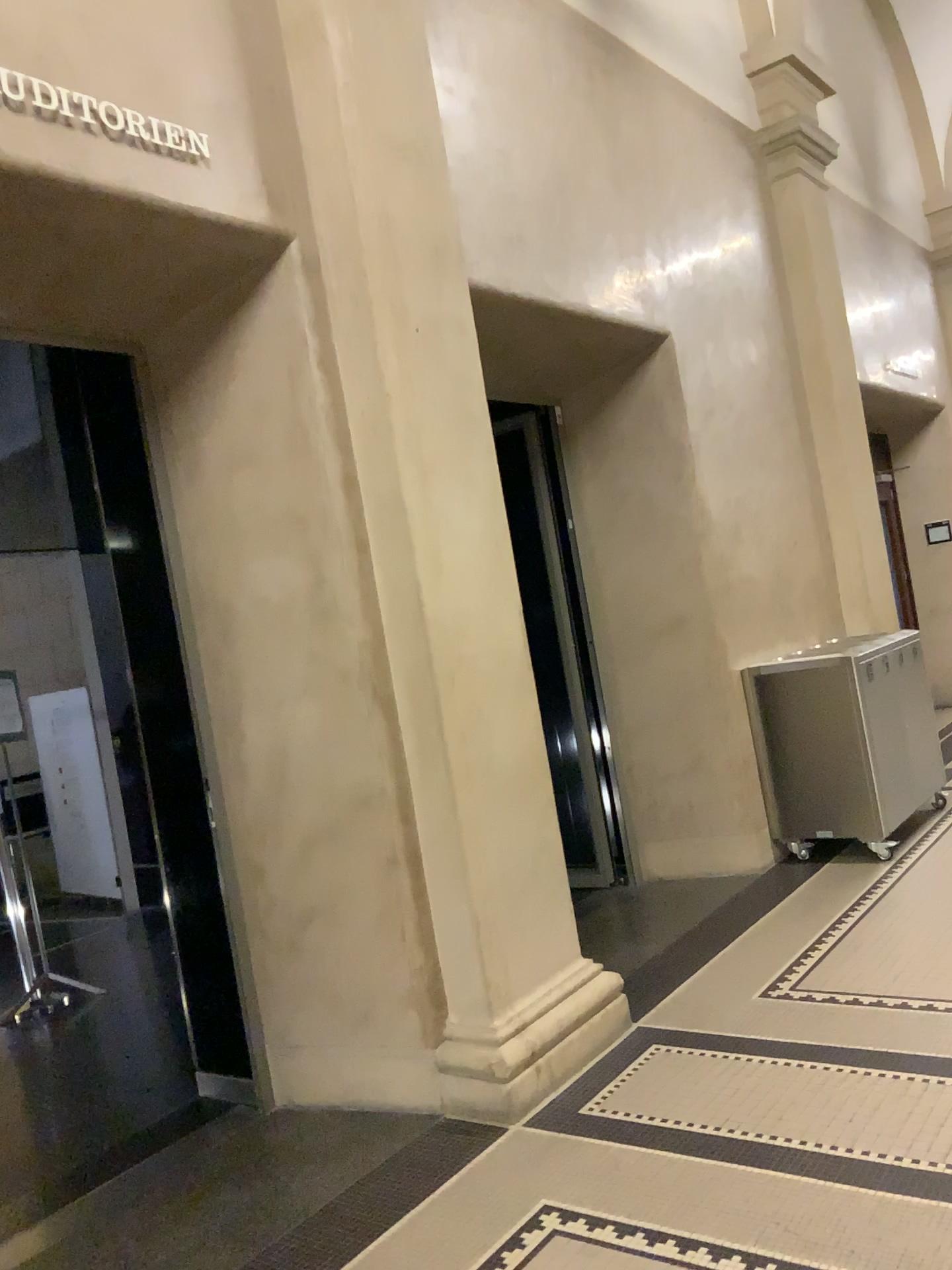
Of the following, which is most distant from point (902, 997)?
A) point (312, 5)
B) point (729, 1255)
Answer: point (312, 5)

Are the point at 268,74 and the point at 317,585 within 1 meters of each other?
no

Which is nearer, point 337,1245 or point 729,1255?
point 729,1255

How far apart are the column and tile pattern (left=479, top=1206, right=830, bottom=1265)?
0.55m

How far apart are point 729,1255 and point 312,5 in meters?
3.5

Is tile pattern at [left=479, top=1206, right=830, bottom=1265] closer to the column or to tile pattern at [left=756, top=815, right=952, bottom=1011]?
the column

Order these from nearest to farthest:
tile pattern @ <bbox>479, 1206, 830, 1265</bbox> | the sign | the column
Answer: tile pattern @ <bbox>479, 1206, 830, 1265</bbox> < the sign < the column

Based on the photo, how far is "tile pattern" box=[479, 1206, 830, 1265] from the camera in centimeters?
227cm

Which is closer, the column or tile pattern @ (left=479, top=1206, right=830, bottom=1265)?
tile pattern @ (left=479, top=1206, right=830, bottom=1265)

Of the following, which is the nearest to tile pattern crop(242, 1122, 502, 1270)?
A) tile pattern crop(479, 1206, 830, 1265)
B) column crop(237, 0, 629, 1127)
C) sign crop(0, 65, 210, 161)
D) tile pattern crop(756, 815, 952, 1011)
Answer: column crop(237, 0, 629, 1127)
